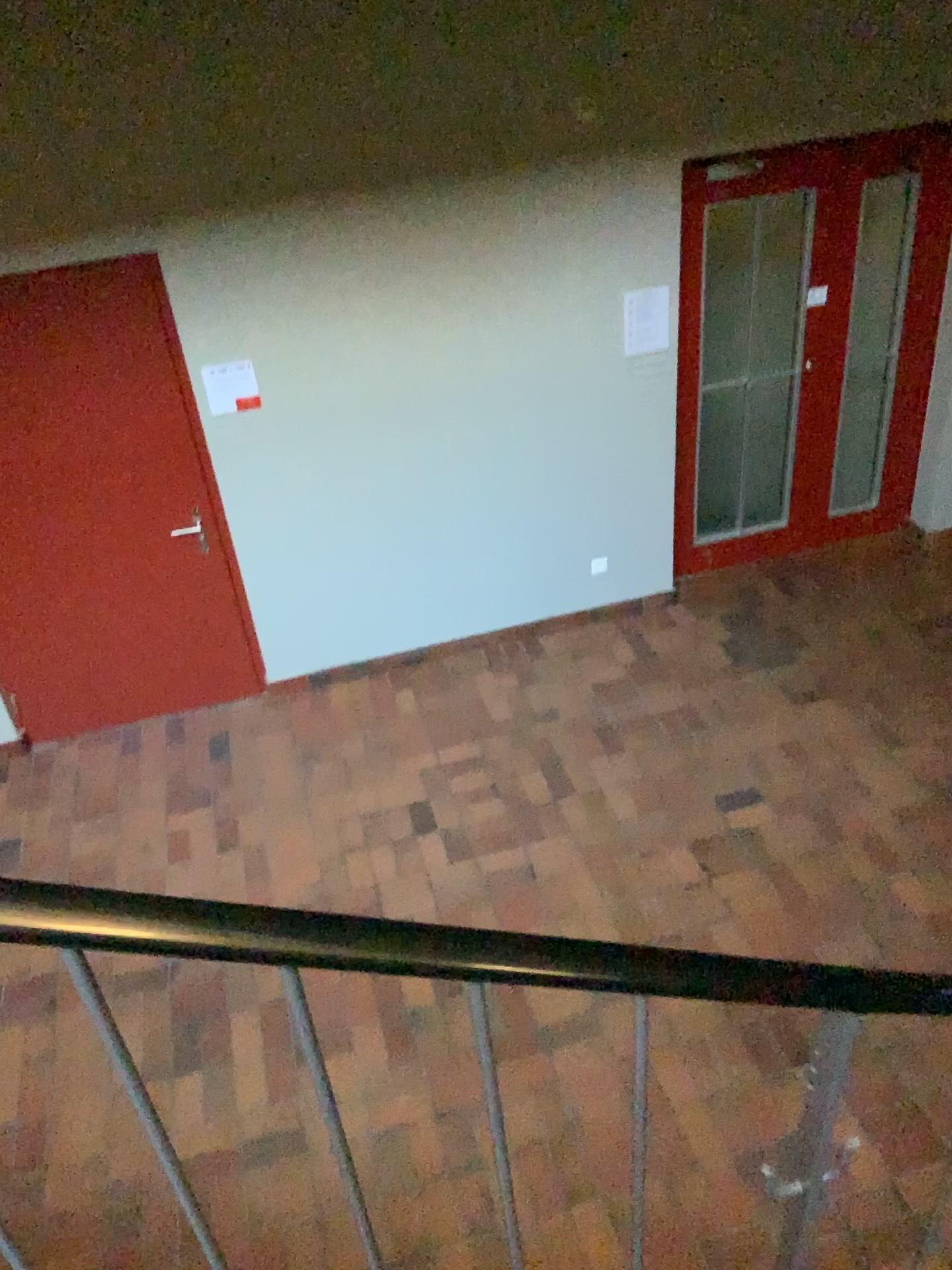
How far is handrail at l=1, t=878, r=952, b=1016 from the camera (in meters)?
0.71

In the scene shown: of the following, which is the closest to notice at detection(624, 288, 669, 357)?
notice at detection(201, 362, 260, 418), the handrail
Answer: notice at detection(201, 362, 260, 418)

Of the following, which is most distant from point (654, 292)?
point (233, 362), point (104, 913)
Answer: point (104, 913)

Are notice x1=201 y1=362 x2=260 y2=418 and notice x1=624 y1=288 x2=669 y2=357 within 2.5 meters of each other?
yes

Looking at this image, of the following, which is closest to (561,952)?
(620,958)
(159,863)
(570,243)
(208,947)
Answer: (620,958)

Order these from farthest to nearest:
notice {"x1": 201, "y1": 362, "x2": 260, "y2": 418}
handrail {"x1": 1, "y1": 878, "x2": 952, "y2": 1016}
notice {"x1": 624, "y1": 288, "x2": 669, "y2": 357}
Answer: notice {"x1": 624, "y1": 288, "x2": 669, "y2": 357} → notice {"x1": 201, "y1": 362, "x2": 260, "y2": 418} → handrail {"x1": 1, "y1": 878, "x2": 952, "y2": 1016}

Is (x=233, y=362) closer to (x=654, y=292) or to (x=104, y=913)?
(x=654, y=292)

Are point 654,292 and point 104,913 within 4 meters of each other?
no

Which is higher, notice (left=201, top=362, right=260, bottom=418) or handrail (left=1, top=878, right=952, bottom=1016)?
handrail (left=1, top=878, right=952, bottom=1016)

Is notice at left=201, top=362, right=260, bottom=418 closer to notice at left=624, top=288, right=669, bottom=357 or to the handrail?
notice at left=624, top=288, right=669, bottom=357
